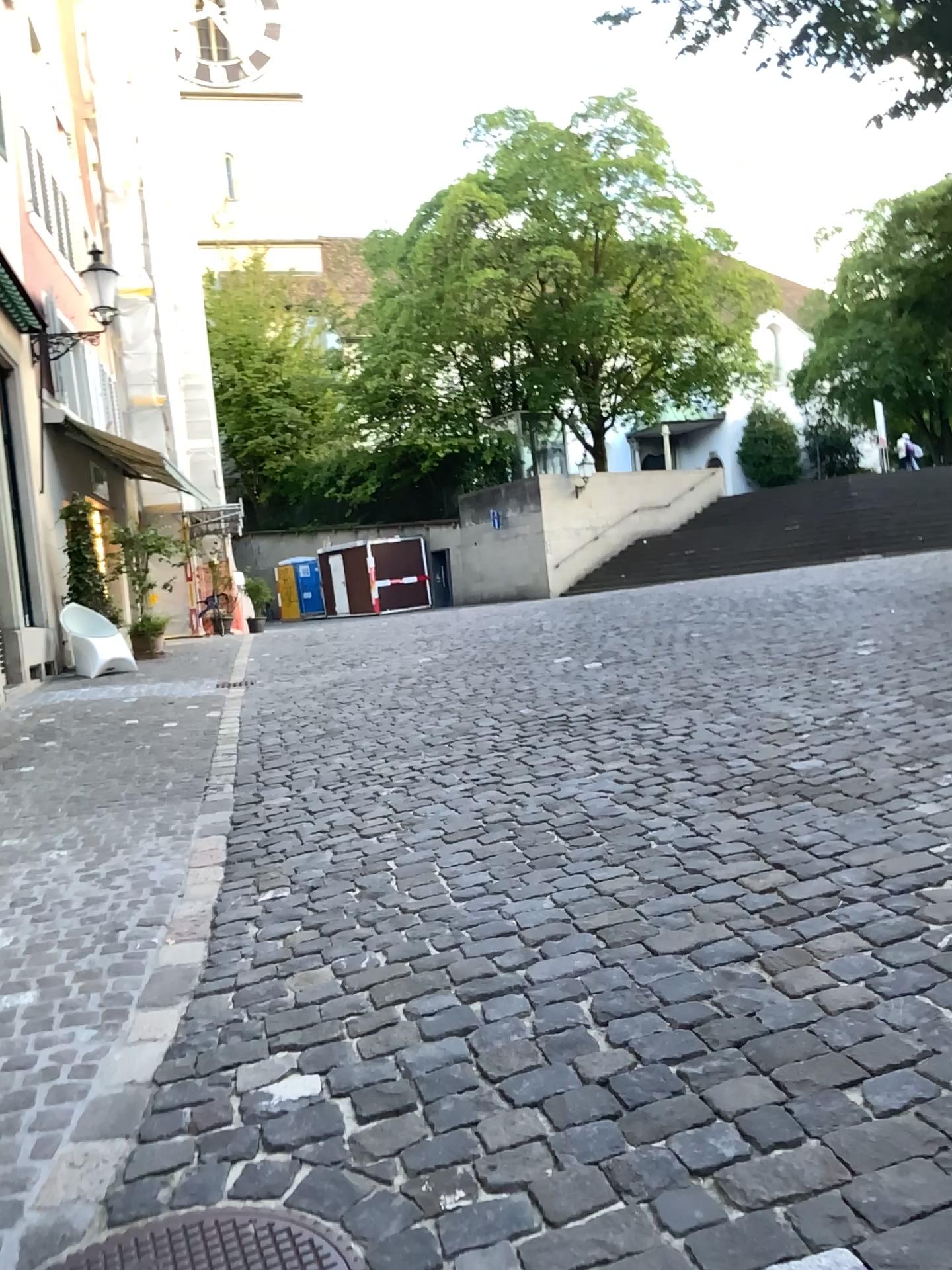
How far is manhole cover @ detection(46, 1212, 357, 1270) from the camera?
1.9m

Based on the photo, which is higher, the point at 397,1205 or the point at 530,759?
the point at 530,759

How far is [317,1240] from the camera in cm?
194
